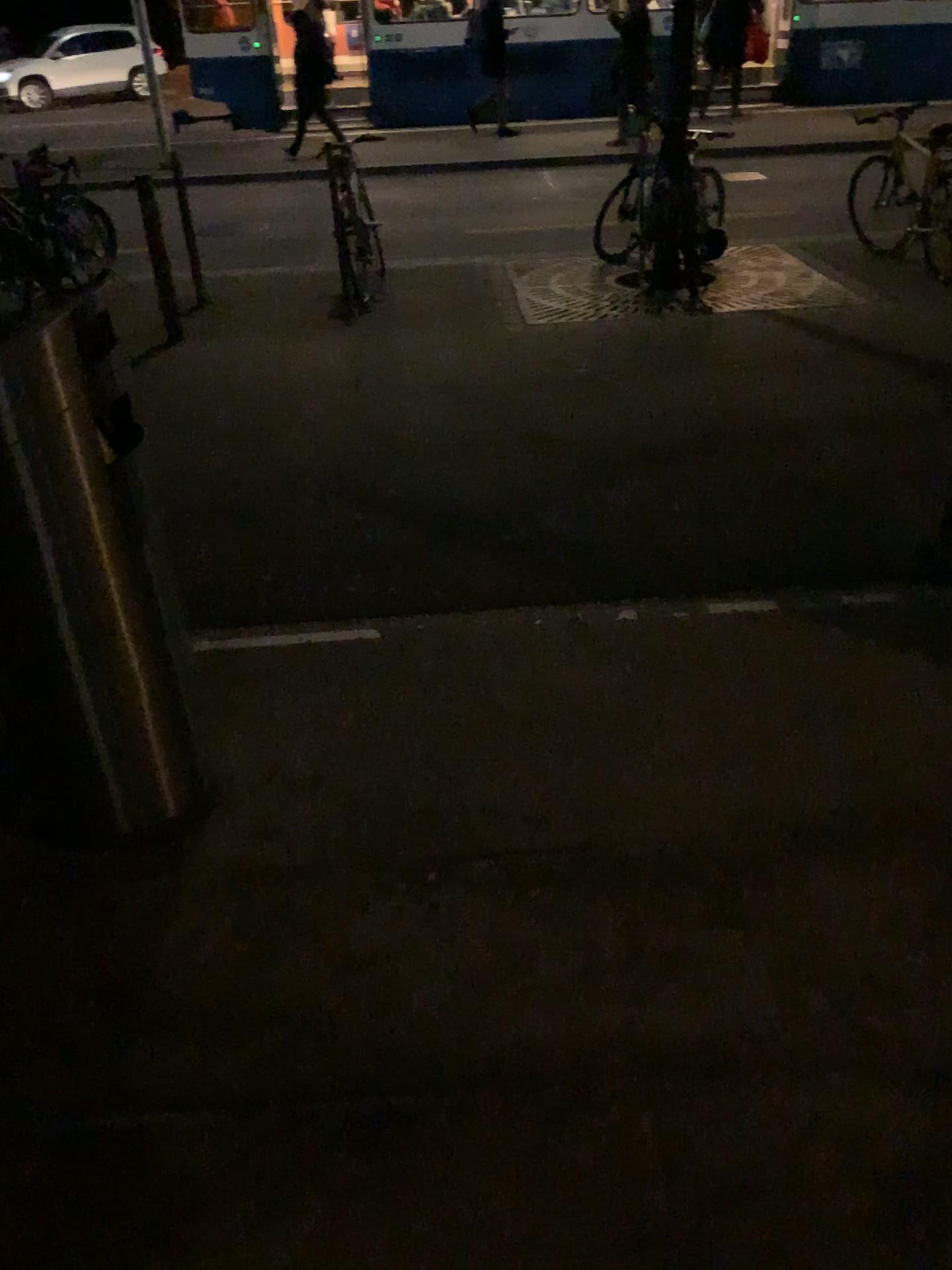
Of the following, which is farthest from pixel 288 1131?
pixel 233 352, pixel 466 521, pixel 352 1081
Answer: pixel 233 352
